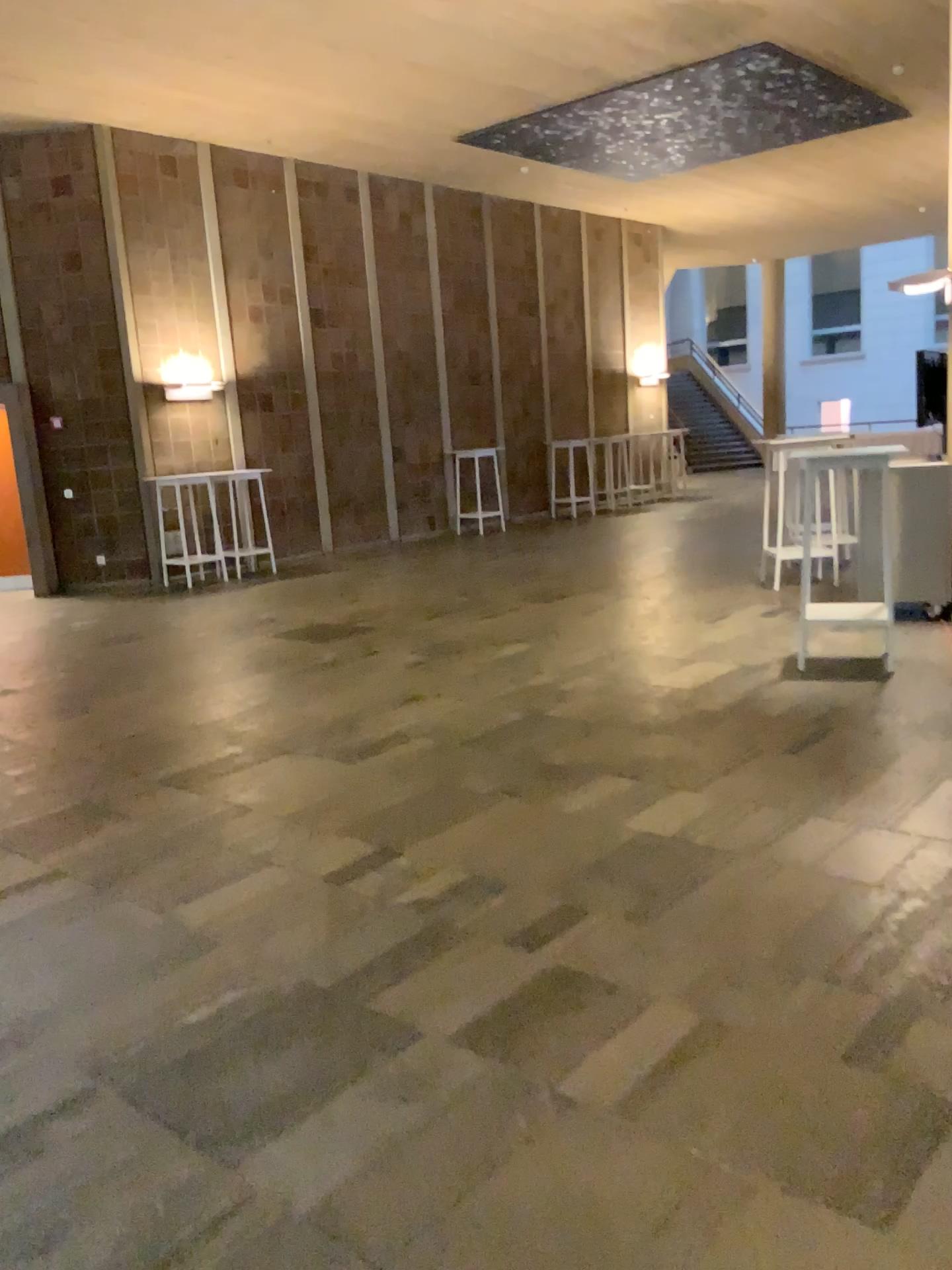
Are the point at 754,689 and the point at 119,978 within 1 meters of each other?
no
